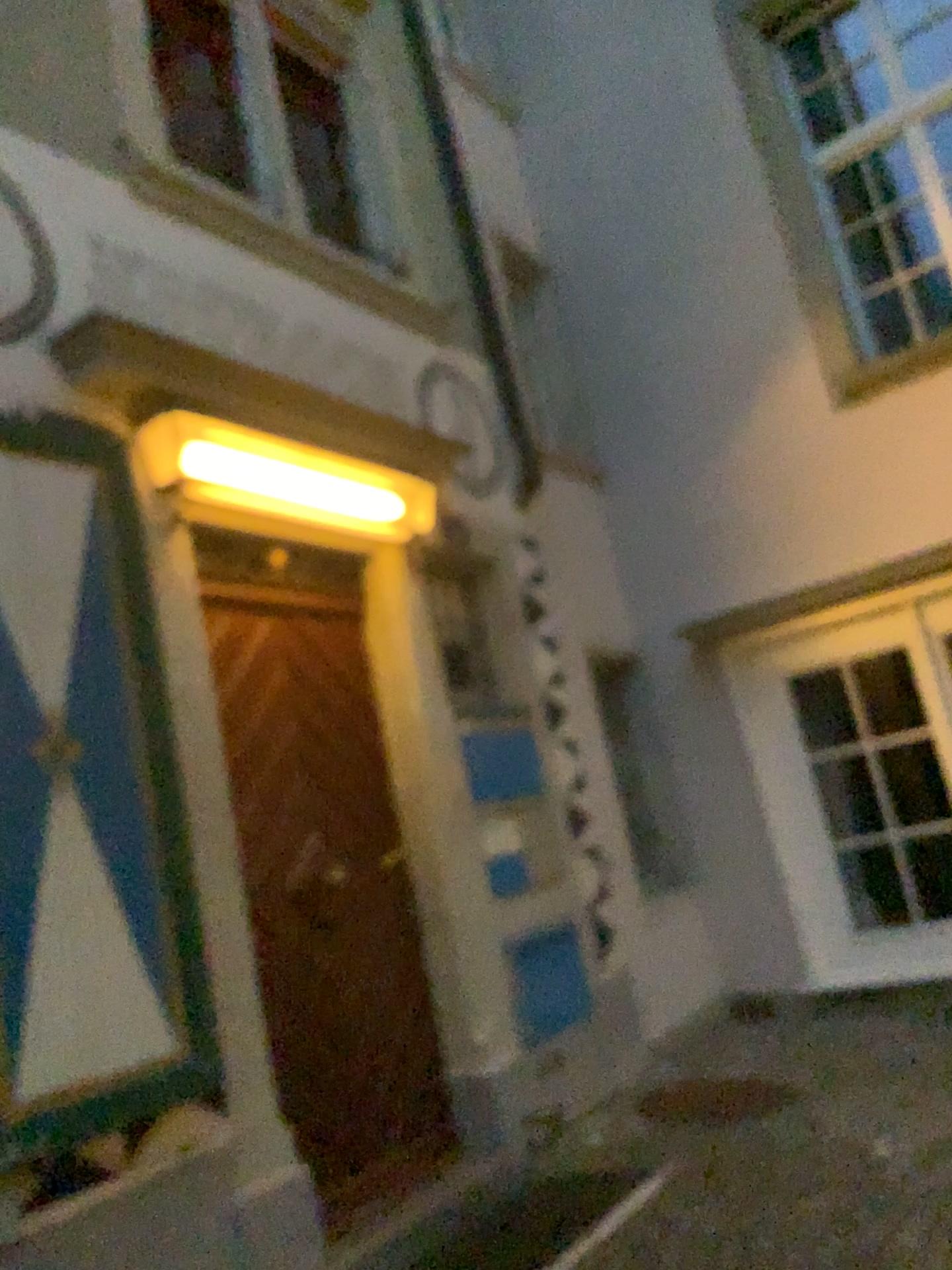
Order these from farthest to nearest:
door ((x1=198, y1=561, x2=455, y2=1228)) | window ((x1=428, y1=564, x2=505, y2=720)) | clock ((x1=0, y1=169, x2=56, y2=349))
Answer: window ((x1=428, y1=564, x2=505, y2=720)) → door ((x1=198, y1=561, x2=455, y2=1228)) → clock ((x1=0, y1=169, x2=56, y2=349))

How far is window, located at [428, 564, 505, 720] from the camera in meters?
4.8

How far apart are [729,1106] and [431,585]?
2.5 meters

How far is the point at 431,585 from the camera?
4.78m

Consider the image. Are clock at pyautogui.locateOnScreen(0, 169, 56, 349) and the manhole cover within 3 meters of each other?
no

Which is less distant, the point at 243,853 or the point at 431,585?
the point at 243,853

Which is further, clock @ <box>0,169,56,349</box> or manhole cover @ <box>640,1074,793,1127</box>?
manhole cover @ <box>640,1074,793,1127</box>

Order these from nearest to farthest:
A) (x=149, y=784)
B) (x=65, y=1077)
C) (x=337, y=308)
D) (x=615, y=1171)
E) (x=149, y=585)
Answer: (x=65, y=1077) < (x=149, y=784) < (x=149, y=585) < (x=615, y=1171) < (x=337, y=308)

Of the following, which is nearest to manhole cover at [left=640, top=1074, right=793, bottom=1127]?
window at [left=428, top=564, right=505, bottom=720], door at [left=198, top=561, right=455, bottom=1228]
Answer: door at [left=198, top=561, right=455, bottom=1228]

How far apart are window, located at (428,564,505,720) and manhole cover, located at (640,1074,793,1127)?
1.8 meters
